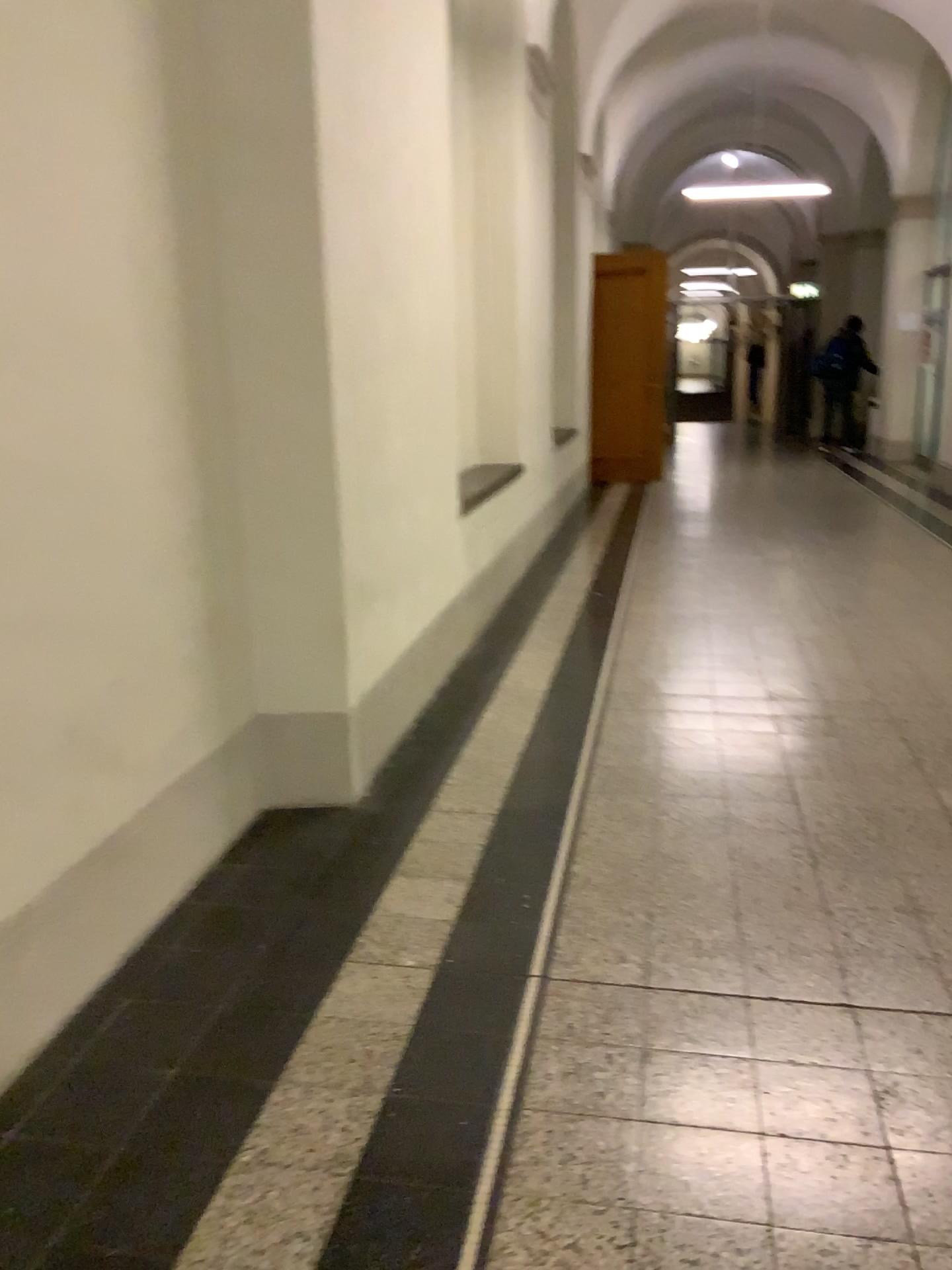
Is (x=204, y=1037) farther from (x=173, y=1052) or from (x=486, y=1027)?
(x=486, y=1027)
